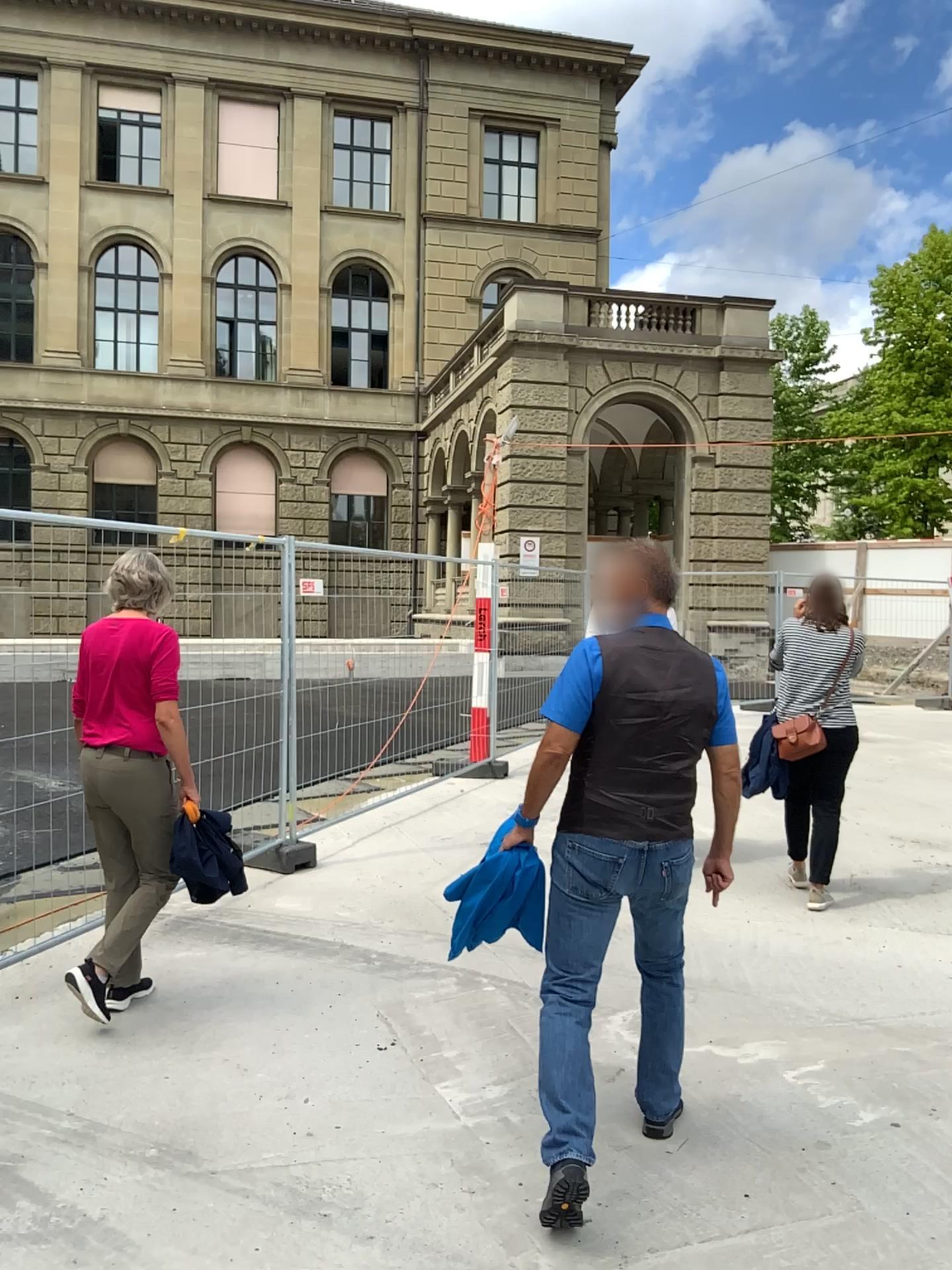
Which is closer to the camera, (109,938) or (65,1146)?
(65,1146)

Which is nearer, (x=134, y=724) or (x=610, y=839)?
(x=610, y=839)

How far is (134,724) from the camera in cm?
393

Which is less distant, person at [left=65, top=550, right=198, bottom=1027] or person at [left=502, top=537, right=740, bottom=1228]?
person at [left=502, top=537, right=740, bottom=1228]

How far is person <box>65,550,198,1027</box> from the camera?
3.9 meters
